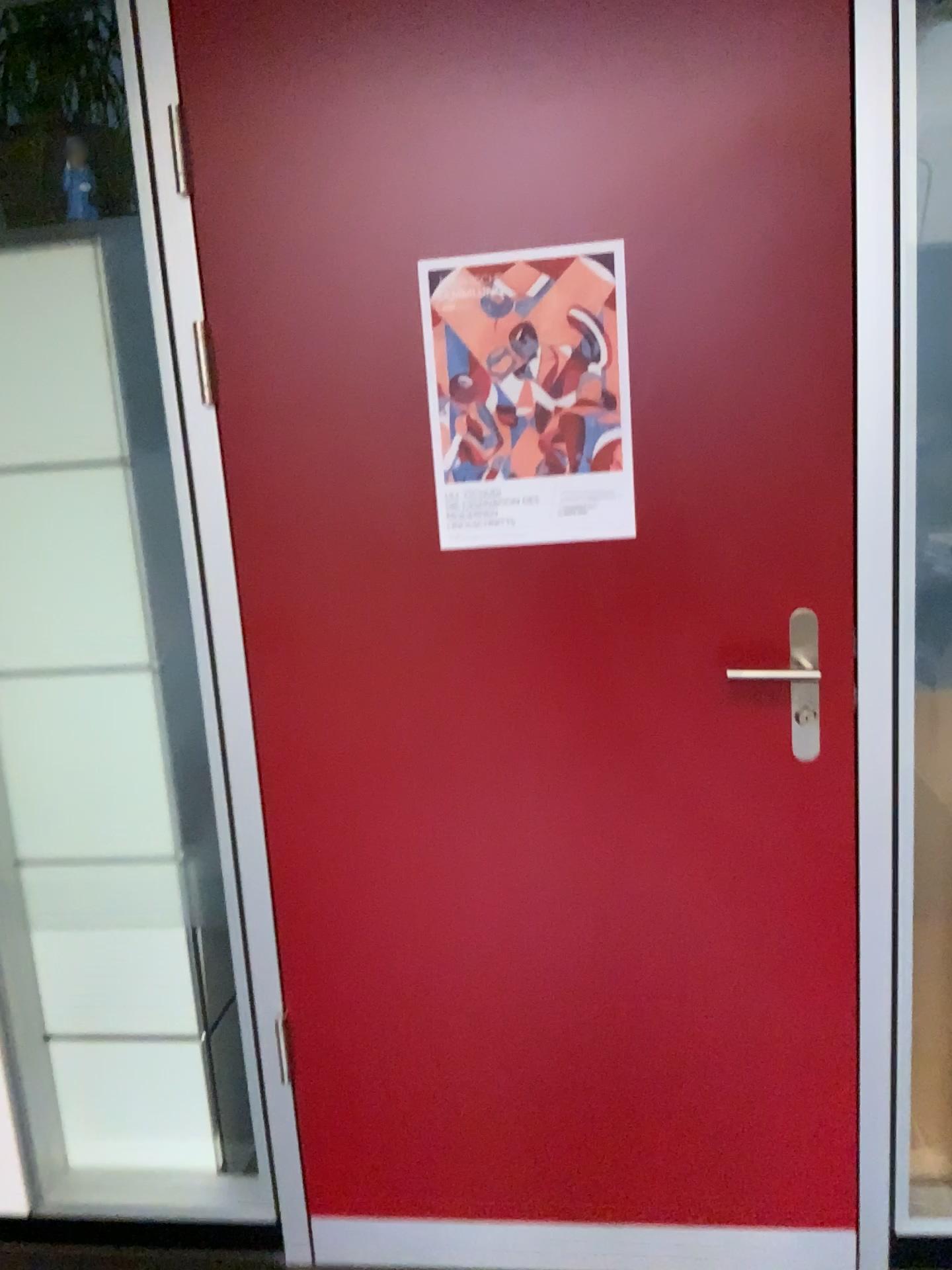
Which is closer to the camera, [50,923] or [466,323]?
[466,323]

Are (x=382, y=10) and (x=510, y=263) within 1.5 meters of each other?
yes

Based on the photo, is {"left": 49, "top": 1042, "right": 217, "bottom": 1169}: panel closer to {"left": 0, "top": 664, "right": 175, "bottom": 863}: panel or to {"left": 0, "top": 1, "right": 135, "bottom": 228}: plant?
{"left": 0, "top": 664, "right": 175, "bottom": 863}: panel

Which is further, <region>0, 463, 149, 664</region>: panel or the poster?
<region>0, 463, 149, 664</region>: panel

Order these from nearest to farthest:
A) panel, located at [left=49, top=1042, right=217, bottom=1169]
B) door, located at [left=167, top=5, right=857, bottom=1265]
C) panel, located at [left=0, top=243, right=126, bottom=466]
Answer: door, located at [left=167, top=5, right=857, bottom=1265]
panel, located at [left=0, top=243, right=126, bottom=466]
panel, located at [left=49, top=1042, right=217, bottom=1169]

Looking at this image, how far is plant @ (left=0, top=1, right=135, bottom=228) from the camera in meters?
1.9 m

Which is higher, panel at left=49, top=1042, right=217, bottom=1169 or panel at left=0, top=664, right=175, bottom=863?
panel at left=0, top=664, right=175, bottom=863

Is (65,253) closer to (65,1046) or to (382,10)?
(382,10)

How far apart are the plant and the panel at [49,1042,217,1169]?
1.5 meters

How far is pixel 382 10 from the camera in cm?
148
